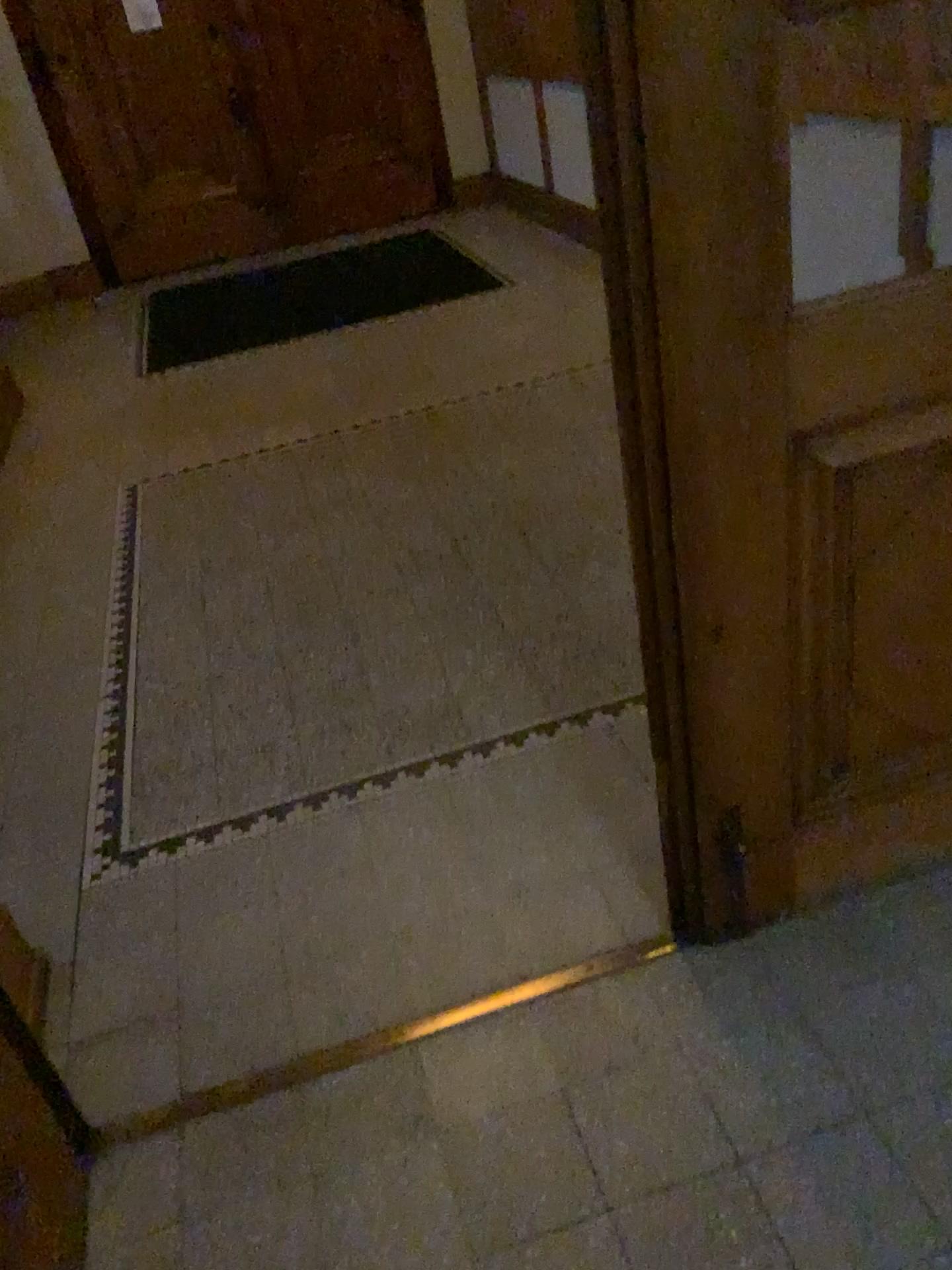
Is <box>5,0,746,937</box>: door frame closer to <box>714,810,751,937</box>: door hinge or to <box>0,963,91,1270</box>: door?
<box>714,810,751,937</box>: door hinge

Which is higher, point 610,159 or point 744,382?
point 610,159

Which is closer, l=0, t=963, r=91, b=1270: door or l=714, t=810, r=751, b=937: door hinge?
l=0, t=963, r=91, b=1270: door

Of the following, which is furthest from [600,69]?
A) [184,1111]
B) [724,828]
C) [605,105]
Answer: [184,1111]

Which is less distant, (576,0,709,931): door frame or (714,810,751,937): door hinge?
(576,0,709,931): door frame

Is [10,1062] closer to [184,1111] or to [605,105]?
[184,1111]

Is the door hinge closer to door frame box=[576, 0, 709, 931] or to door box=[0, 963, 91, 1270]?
door frame box=[576, 0, 709, 931]

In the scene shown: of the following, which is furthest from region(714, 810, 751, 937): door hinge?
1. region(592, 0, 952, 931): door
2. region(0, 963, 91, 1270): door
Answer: region(0, 963, 91, 1270): door

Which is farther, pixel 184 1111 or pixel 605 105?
pixel 184 1111
